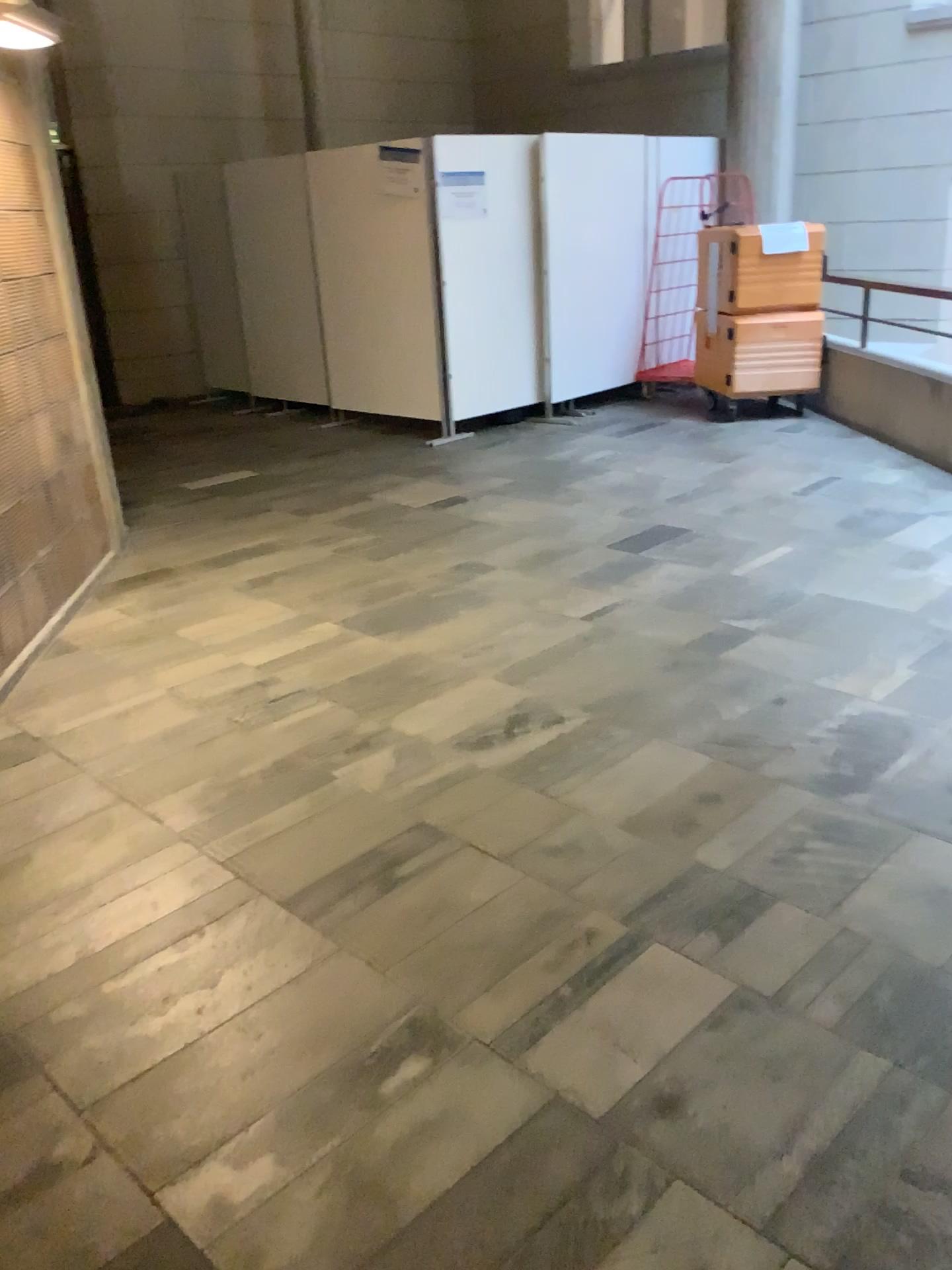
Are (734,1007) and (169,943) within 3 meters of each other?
yes
